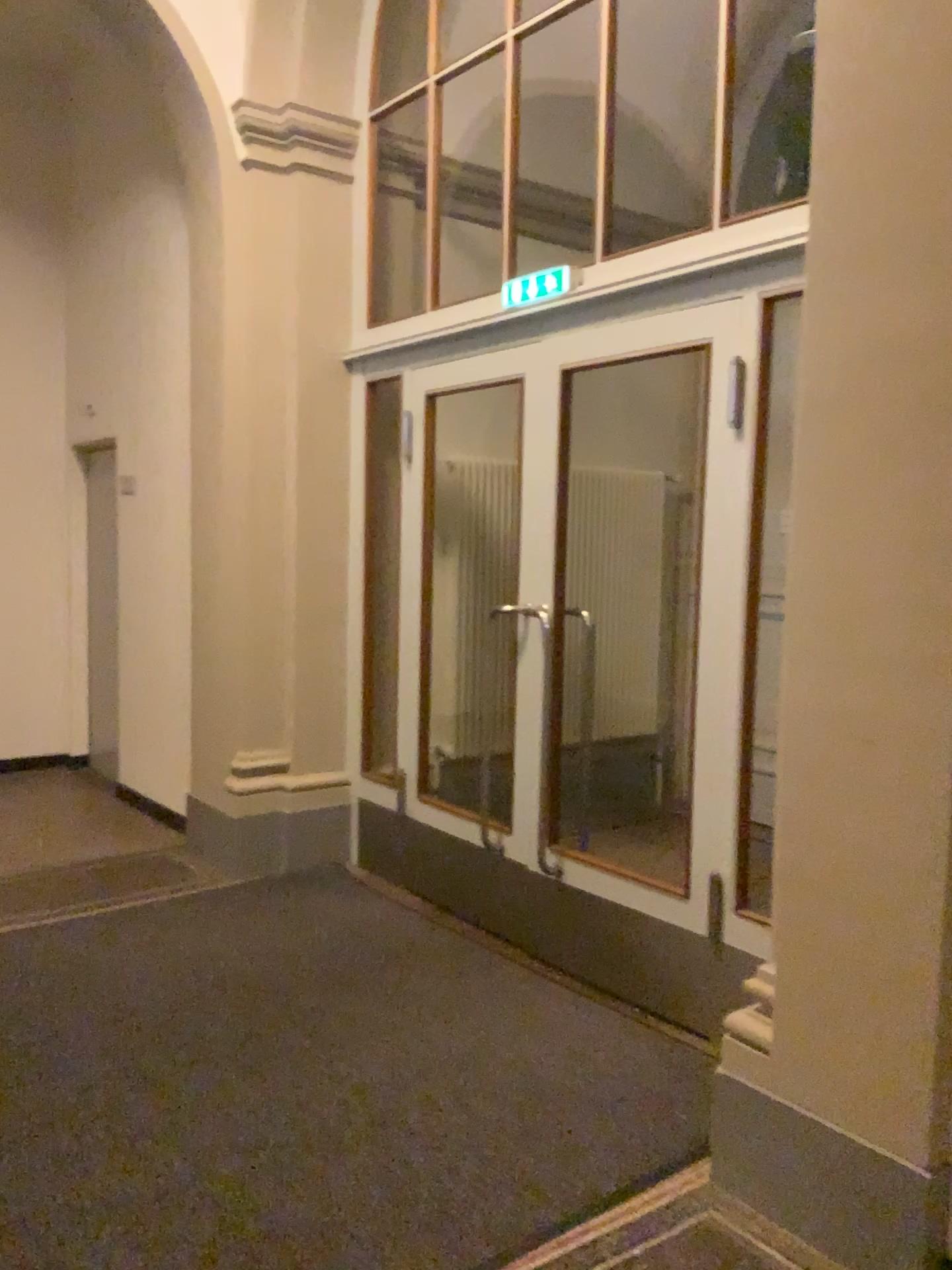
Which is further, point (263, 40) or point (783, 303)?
point (263, 40)

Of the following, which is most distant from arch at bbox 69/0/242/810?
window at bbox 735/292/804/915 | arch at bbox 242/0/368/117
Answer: window at bbox 735/292/804/915

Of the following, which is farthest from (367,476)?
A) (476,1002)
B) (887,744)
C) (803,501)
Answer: (887,744)

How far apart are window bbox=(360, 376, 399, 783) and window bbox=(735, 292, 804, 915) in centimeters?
193cm

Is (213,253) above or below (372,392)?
above

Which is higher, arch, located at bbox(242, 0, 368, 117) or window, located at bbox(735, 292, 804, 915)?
arch, located at bbox(242, 0, 368, 117)

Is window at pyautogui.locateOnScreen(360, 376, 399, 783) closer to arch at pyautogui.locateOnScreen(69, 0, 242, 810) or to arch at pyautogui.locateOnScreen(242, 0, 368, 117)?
arch at pyautogui.locateOnScreen(69, 0, 242, 810)

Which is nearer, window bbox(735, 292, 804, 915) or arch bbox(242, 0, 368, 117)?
window bbox(735, 292, 804, 915)

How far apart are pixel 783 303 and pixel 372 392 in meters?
2.1 m

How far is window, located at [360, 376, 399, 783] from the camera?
4.65m
